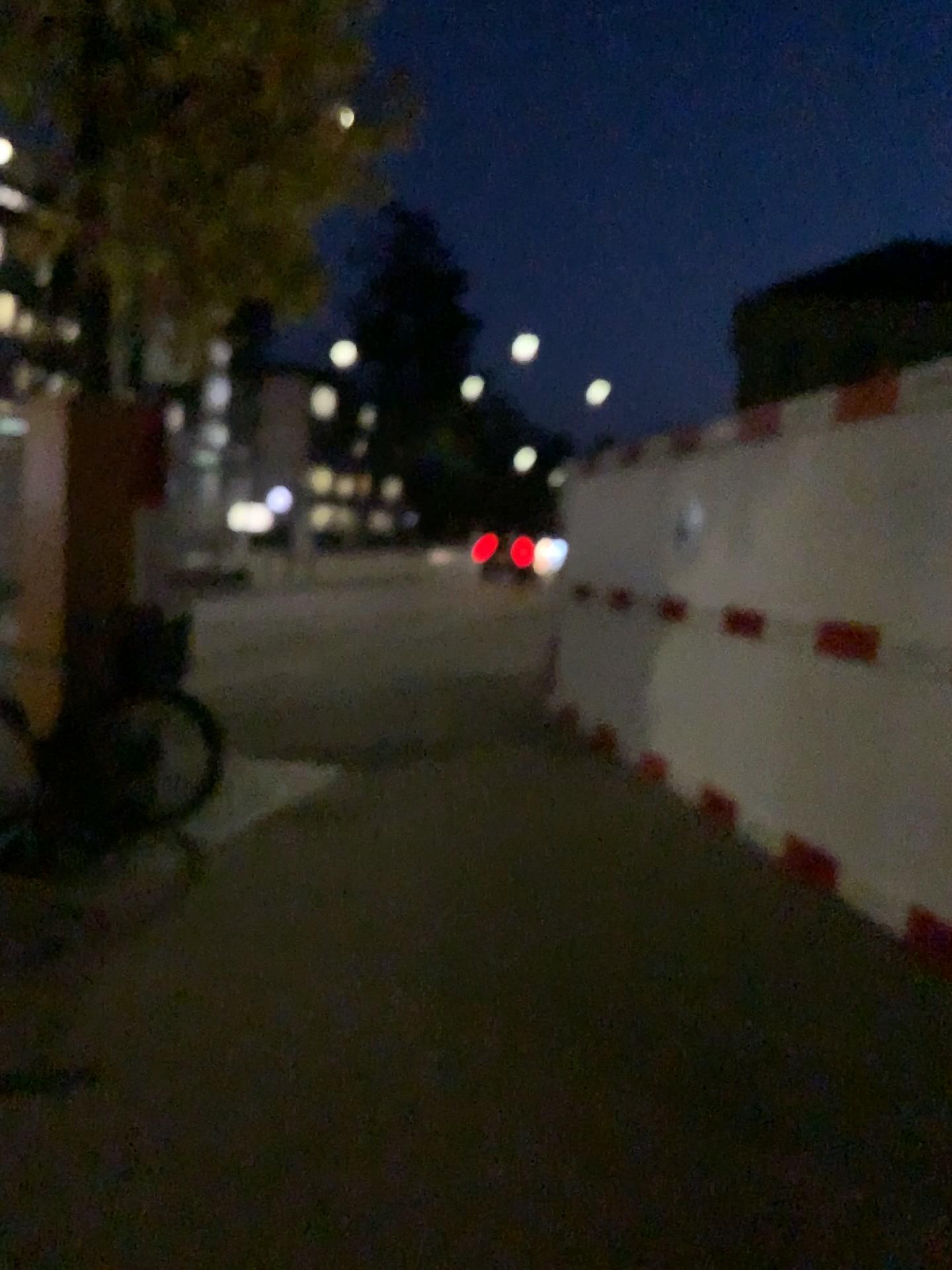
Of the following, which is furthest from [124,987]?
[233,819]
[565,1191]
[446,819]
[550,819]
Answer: [550,819]
